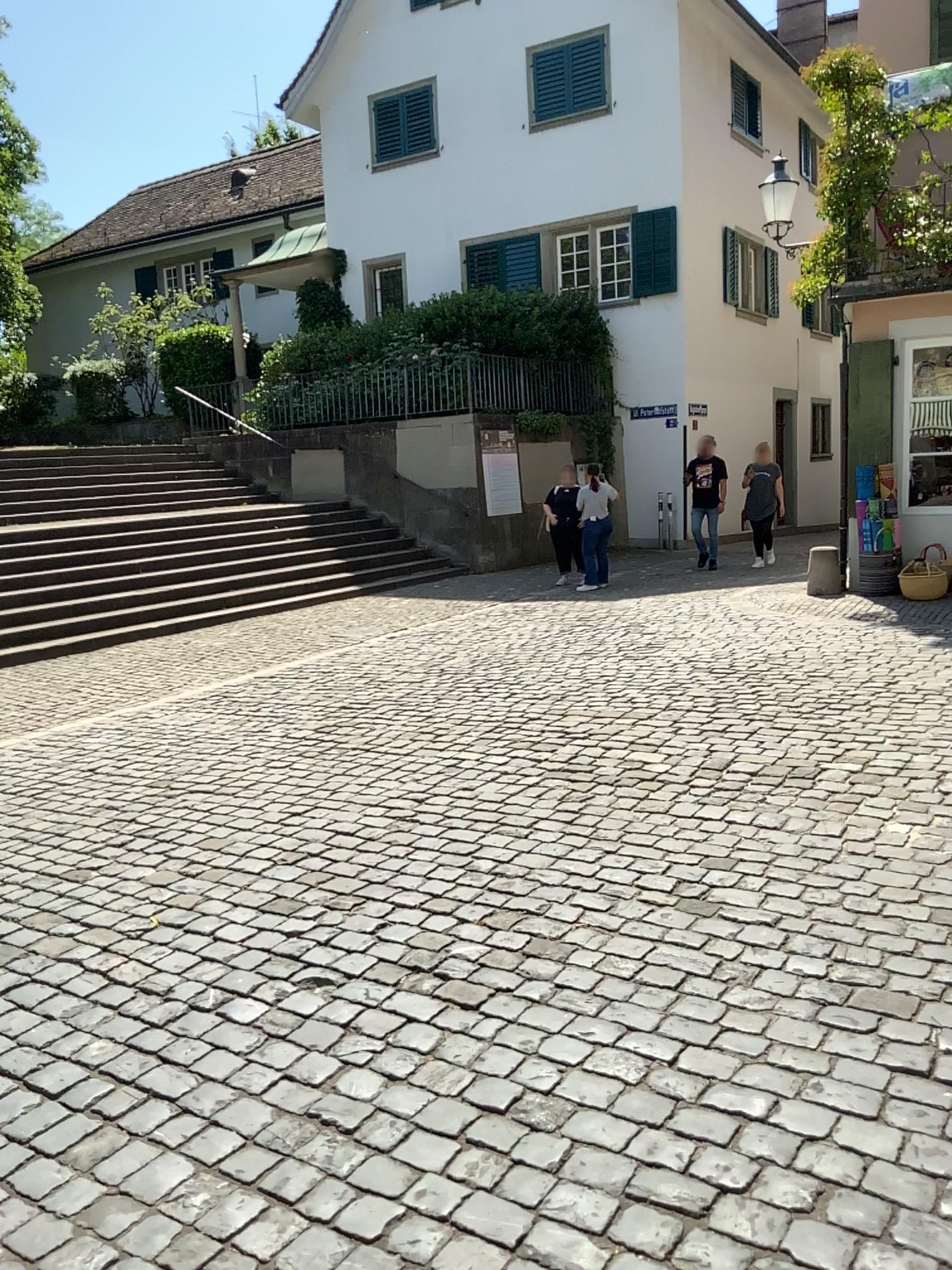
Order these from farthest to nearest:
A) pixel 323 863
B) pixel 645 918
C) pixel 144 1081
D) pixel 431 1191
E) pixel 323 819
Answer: pixel 323 819
pixel 323 863
pixel 645 918
pixel 144 1081
pixel 431 1191
